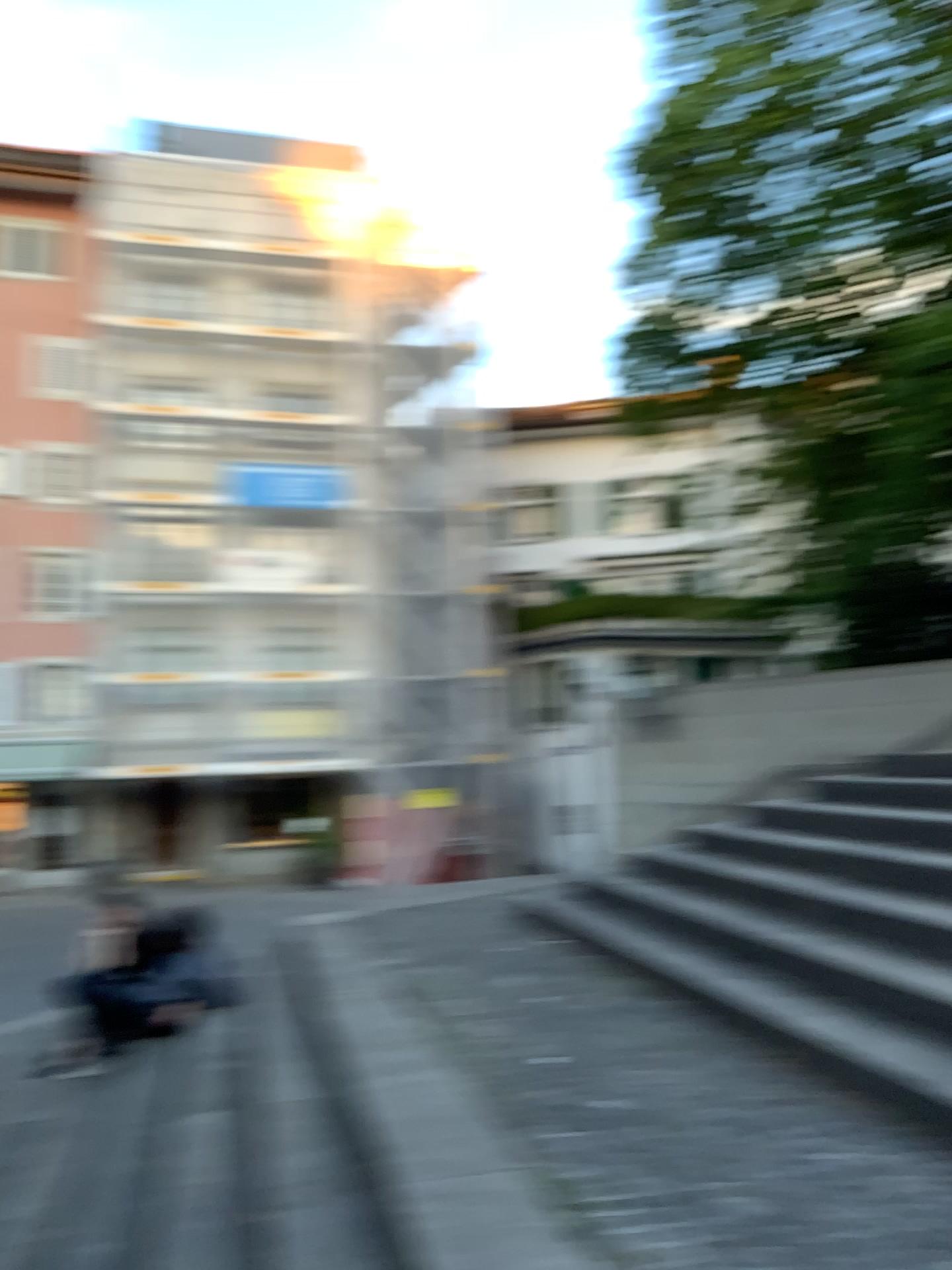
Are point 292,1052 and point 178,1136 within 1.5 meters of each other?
yes
